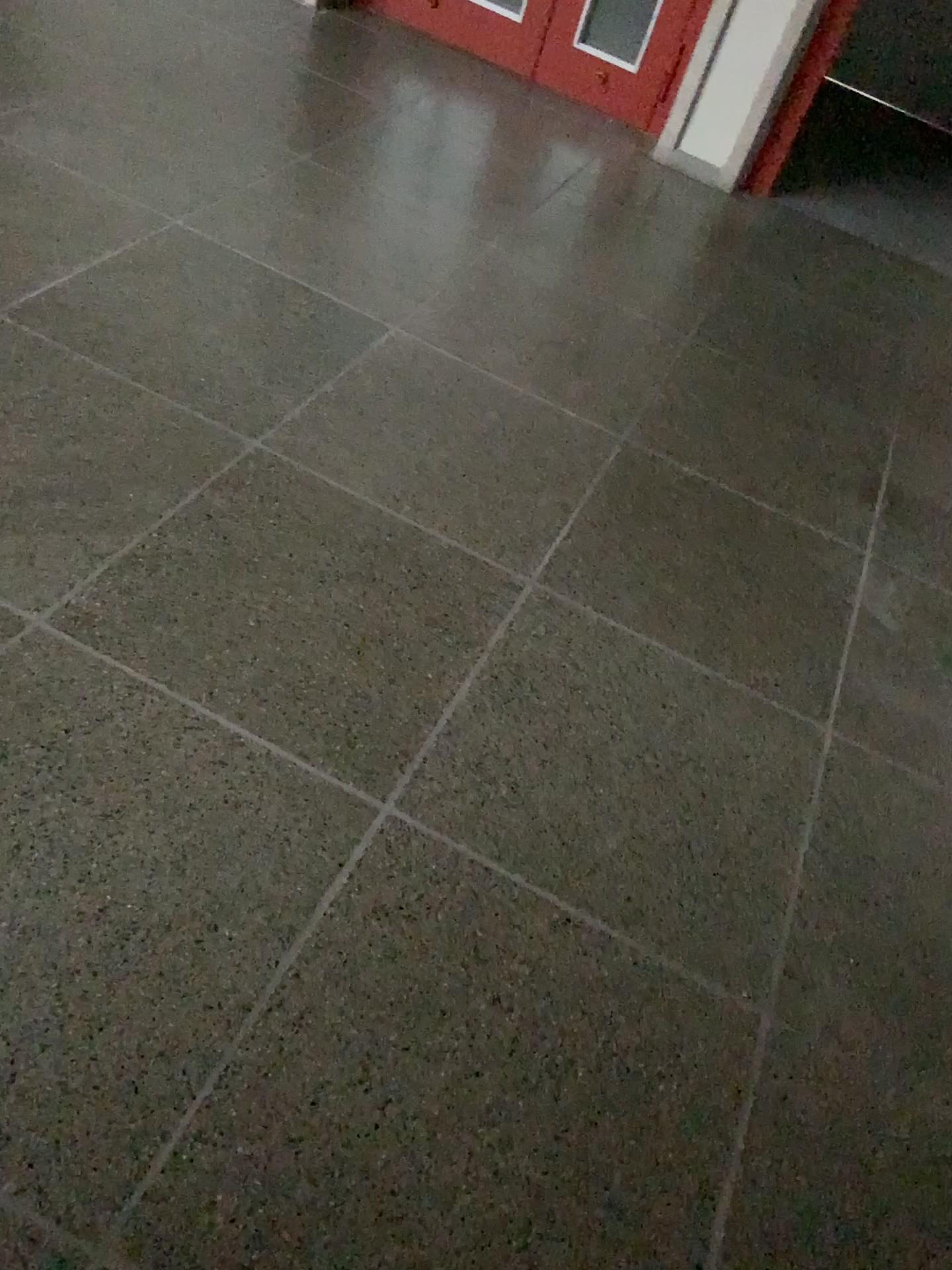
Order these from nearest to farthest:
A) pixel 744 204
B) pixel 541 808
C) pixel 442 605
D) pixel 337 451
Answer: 1. pixel 541 808
2. pixel 442 605
3. pixel 337 451
4. pixel 744 204
